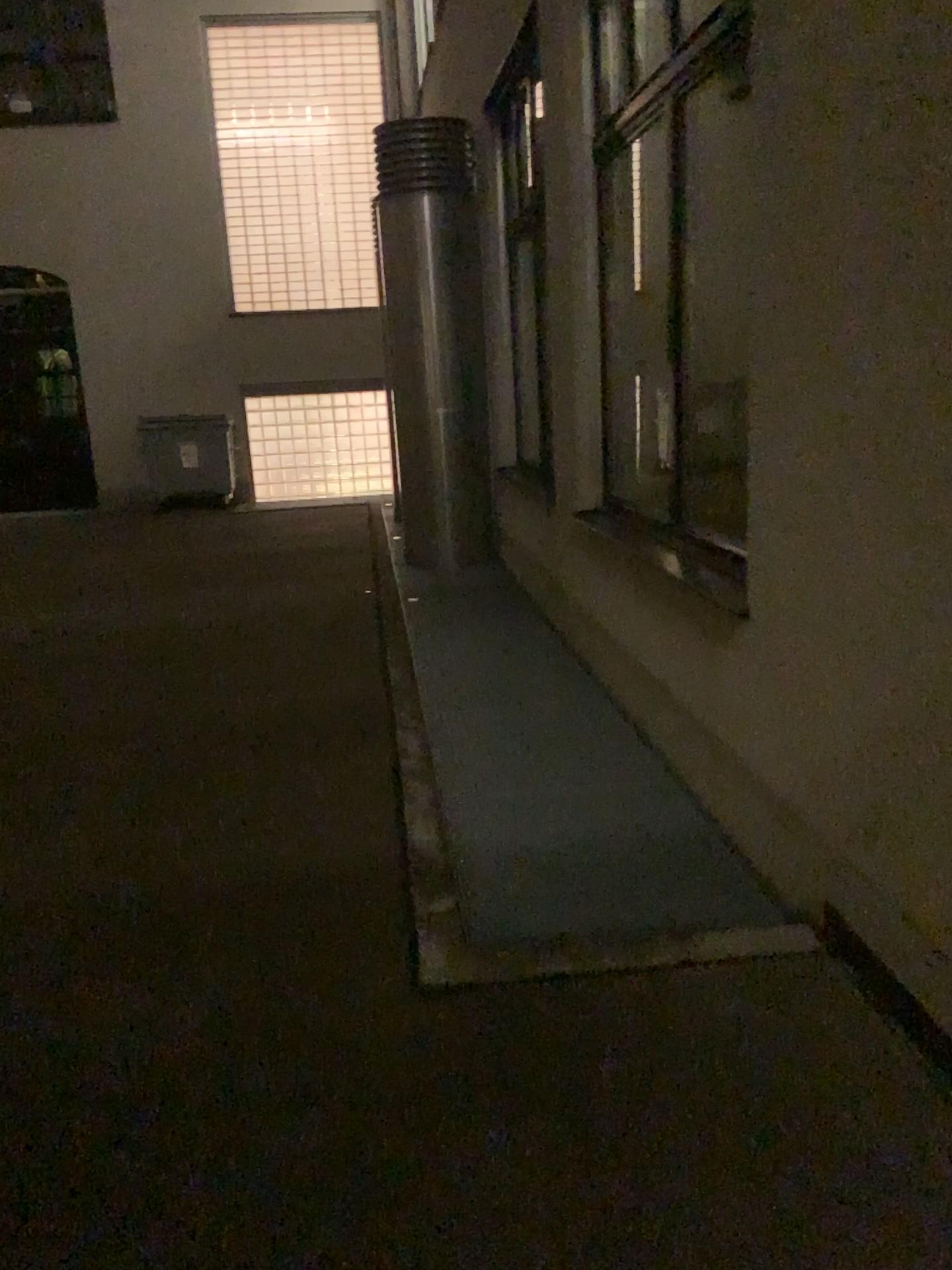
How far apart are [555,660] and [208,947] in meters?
3.1 m
